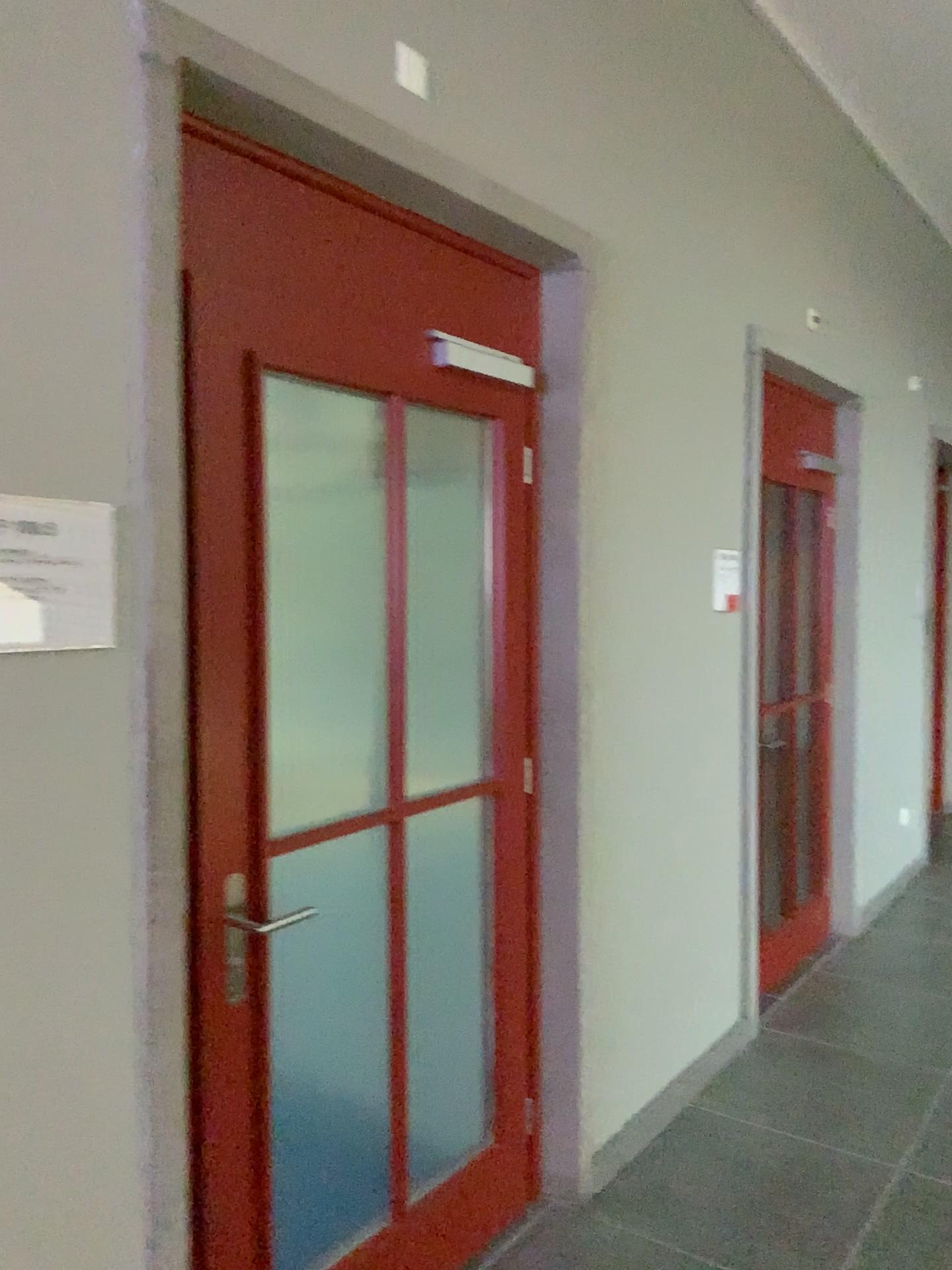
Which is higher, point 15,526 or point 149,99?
point 149,99

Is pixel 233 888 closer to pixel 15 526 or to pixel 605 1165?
pixel 15 526

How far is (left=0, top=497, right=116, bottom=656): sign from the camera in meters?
1.4 m

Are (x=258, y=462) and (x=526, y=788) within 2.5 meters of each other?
yes

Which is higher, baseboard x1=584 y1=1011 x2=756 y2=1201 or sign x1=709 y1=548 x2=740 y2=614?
sign x1=709 y1=548 x2=740 y2=614

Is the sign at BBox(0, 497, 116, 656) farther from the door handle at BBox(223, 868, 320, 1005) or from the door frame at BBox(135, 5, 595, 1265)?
the door handle at BBox(223, 868, 320, 1005)

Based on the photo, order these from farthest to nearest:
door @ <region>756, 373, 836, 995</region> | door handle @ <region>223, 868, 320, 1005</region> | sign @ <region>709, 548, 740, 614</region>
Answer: door @ <region>756, 373, 836, 995</region> → sign @ <region>709, 548, 740, 614</region> → door handle @ <region>223, 868, 320, 1005</region>

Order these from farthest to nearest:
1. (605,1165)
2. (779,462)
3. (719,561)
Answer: (779,462) < (719,561) < (605,1165)

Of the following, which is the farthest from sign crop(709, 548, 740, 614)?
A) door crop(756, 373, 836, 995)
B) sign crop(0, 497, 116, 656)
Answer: sign crop(0, 497, 116, 656)

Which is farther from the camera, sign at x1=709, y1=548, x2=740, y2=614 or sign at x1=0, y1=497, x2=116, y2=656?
sign at x1=709, y1=548, x2=740, y2=614
